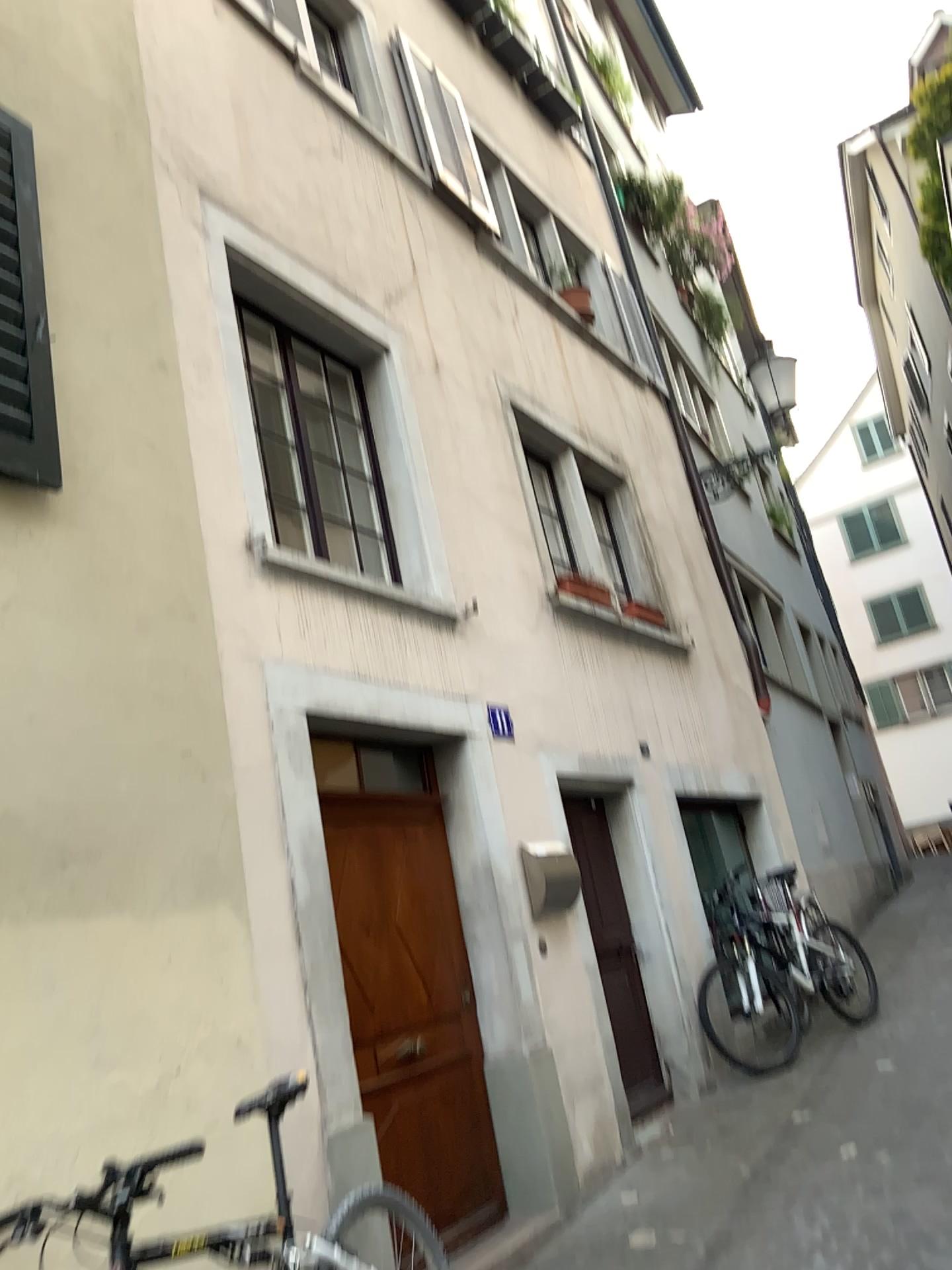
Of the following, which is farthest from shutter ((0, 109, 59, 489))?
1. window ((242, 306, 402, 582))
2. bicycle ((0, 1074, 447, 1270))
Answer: bicycle ((0, 1074, 447, 1270))

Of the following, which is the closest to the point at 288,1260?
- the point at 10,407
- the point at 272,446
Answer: the point at 10,407

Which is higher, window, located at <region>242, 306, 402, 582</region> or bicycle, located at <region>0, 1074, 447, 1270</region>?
window, located at <region>242, 306, 402, 582</region>

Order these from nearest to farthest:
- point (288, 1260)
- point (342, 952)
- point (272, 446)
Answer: point (288, 1260), point (342, 952), point (272, 446)

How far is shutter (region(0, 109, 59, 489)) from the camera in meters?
3.0

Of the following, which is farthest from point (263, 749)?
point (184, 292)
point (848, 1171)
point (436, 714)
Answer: point (848, 1171)

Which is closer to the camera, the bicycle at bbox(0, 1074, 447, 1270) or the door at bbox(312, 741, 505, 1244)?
the bicycle at bbox(0, 1074, 447, 1270)

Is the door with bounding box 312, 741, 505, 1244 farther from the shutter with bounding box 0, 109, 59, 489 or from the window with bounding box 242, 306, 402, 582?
the shutter with bounding box 0, 109, 59, 489

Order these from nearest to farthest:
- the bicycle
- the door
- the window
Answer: the bicycle
the door
the window

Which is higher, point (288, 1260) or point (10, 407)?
point (10, 407)
